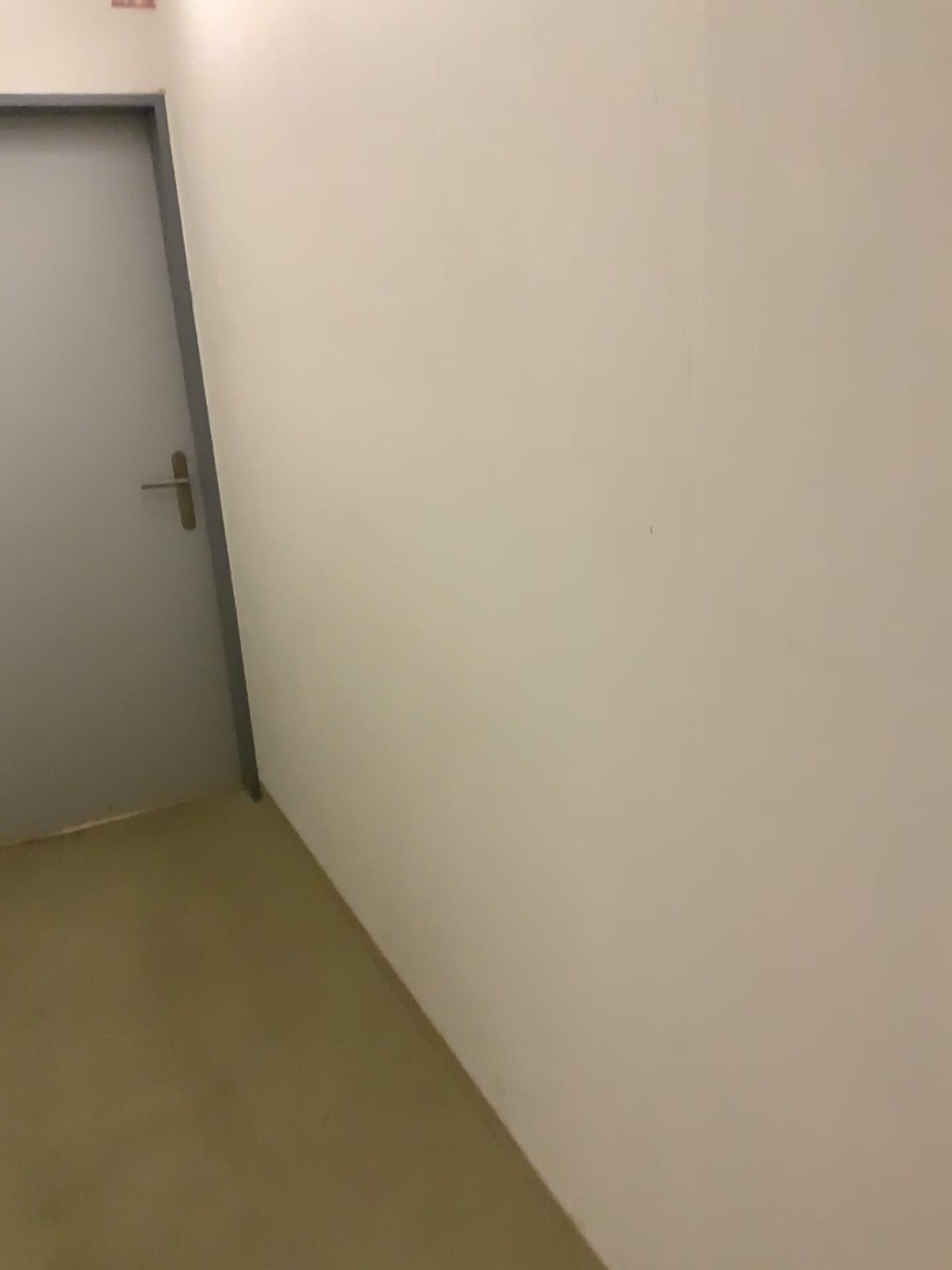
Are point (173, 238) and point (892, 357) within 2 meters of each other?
no
